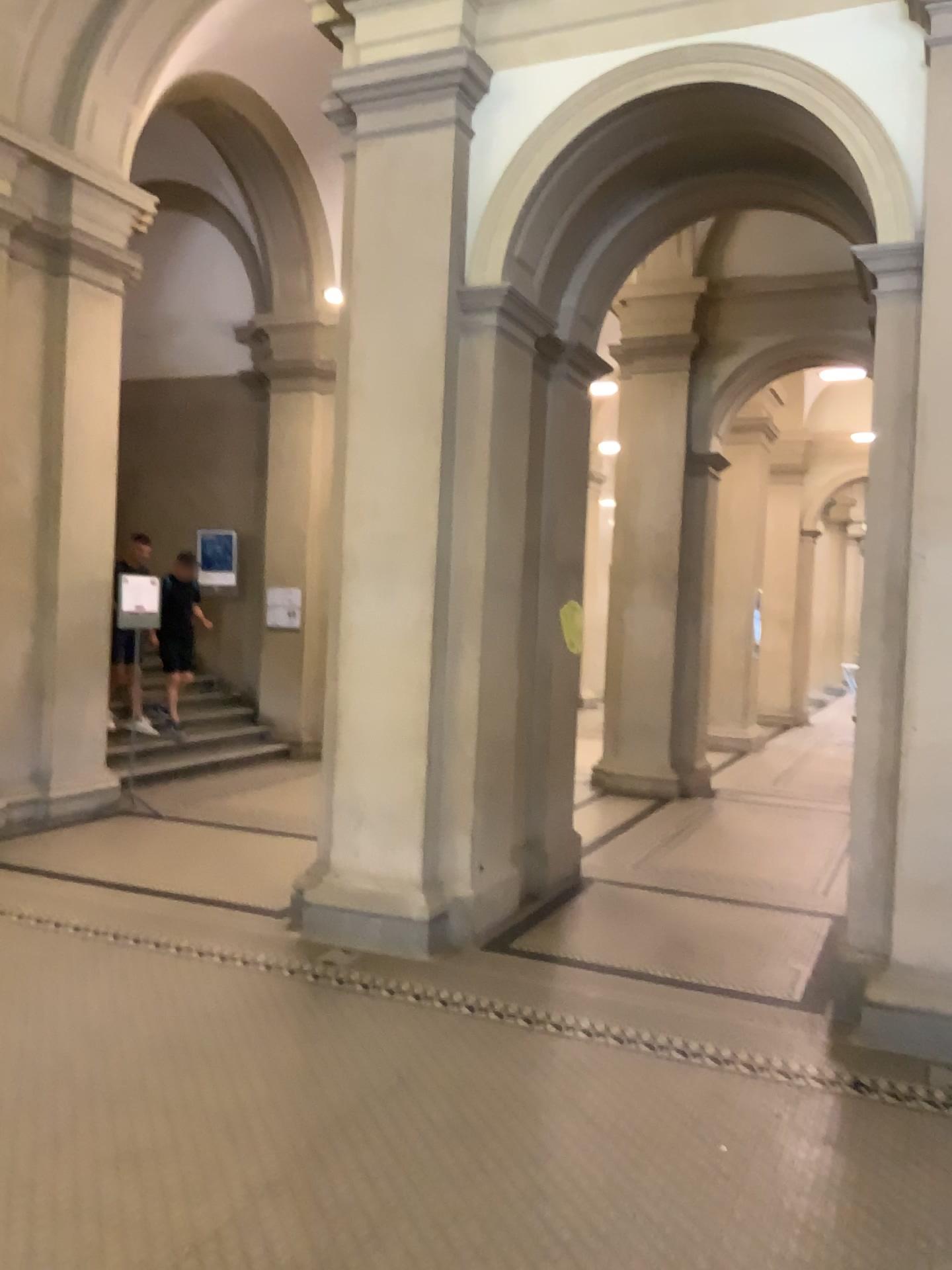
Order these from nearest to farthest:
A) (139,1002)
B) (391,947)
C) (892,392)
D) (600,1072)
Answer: (600,1072)
(139,1002)
(892,392)
(391,947)
